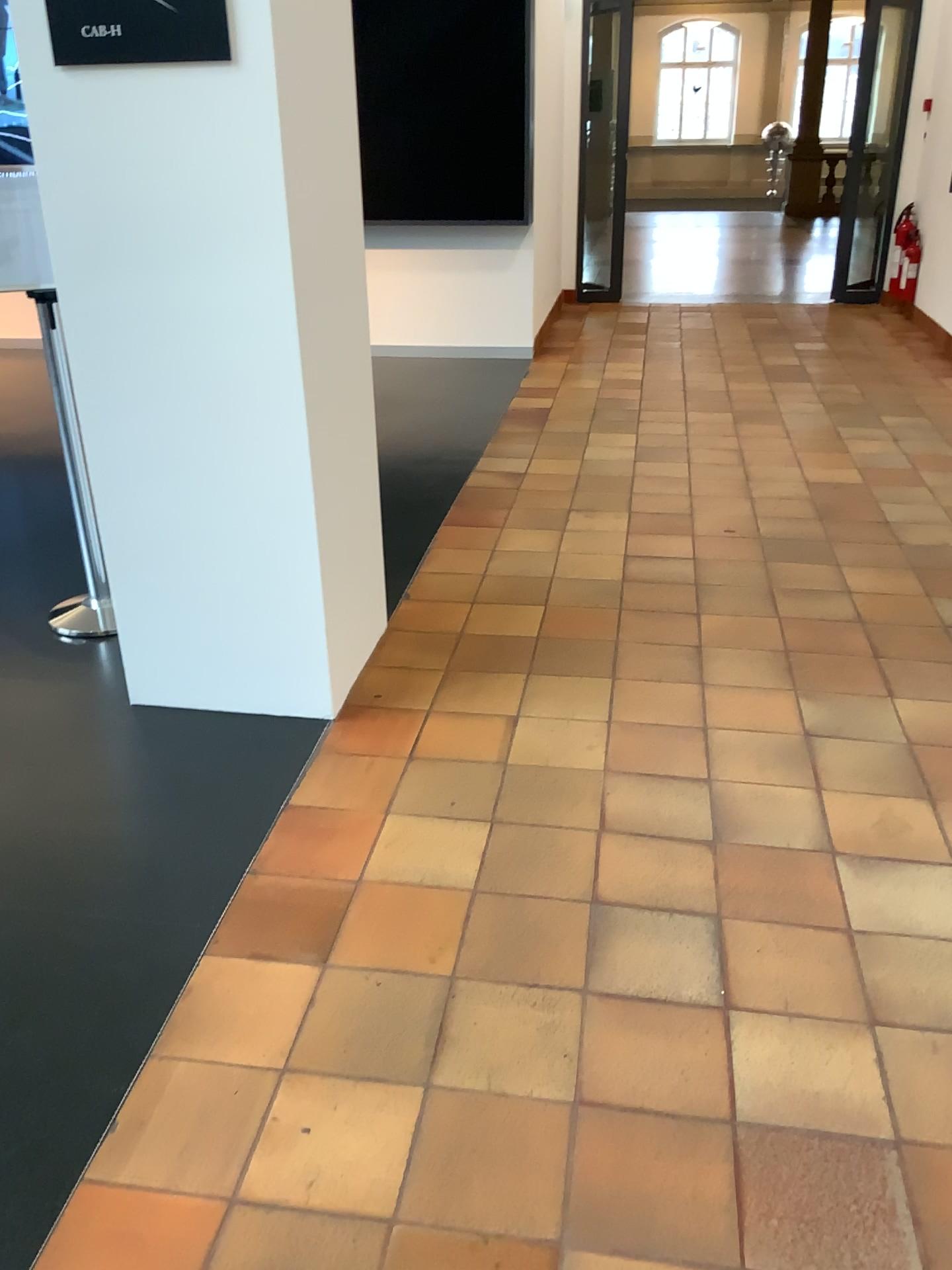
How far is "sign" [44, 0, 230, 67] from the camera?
2.2m

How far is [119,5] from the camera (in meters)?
2.18

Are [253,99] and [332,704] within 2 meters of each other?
yes
